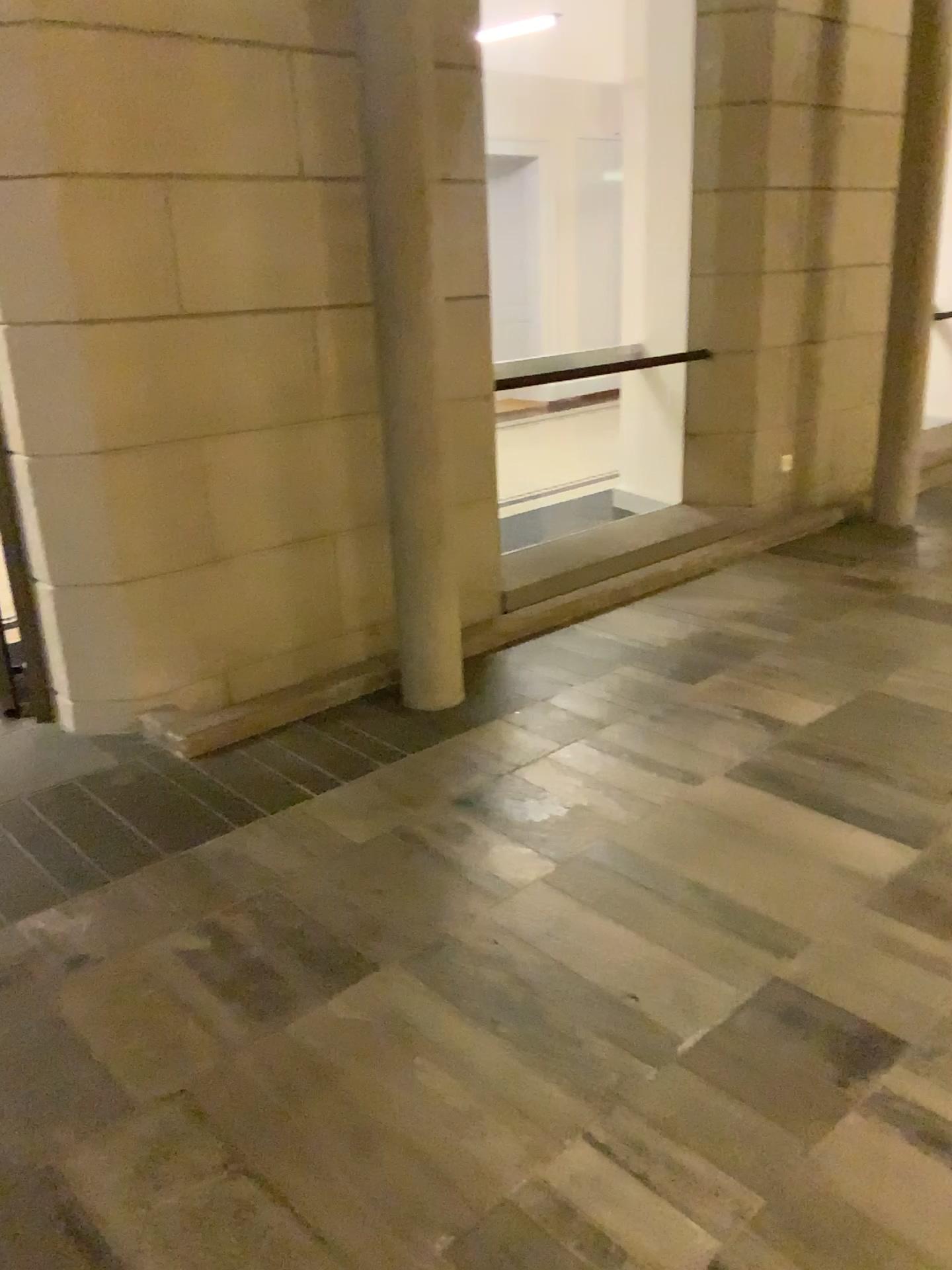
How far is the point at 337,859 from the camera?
2.7m
